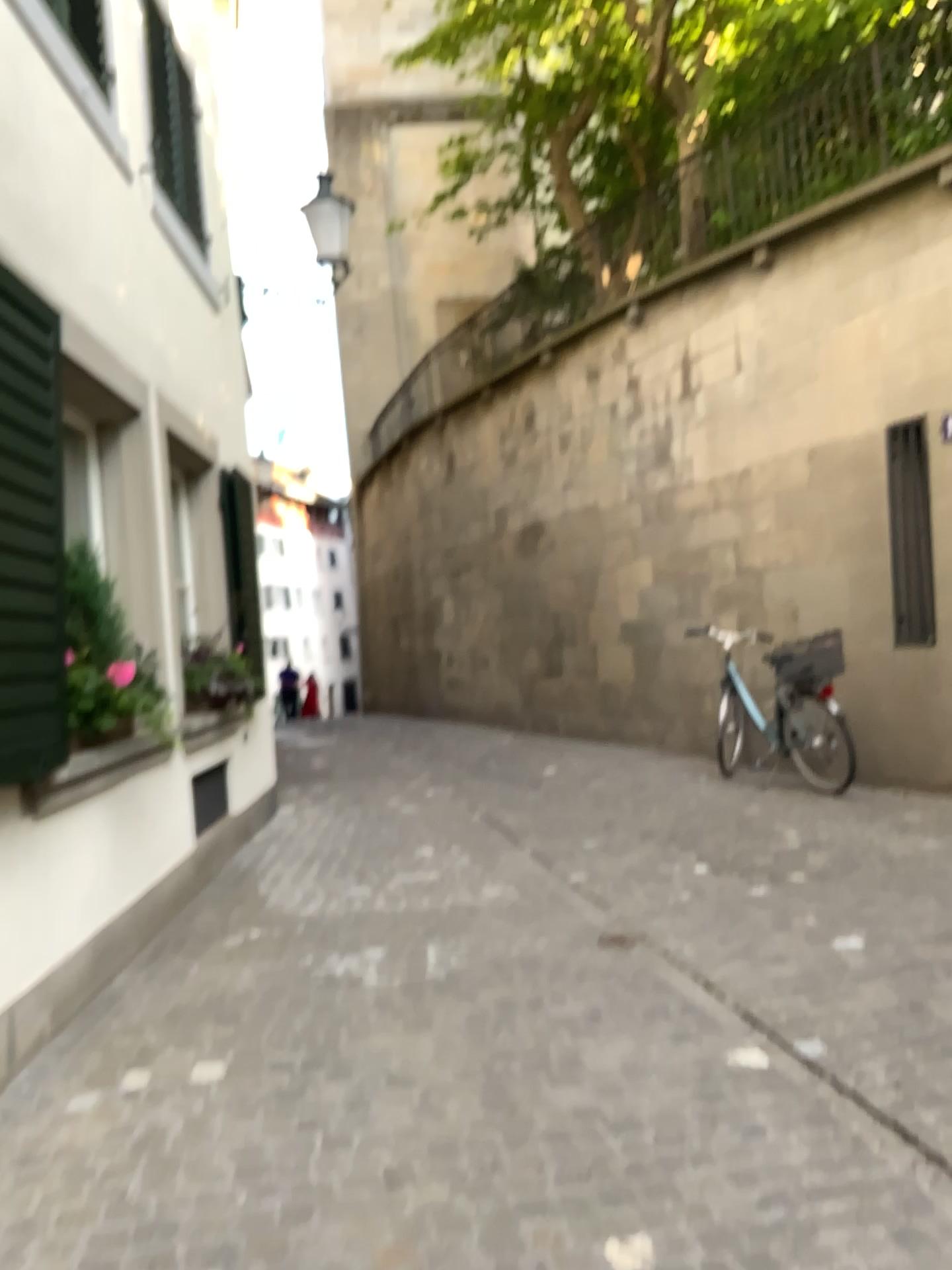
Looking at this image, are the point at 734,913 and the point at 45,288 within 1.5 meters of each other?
no

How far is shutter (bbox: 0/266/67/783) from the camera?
3.09m

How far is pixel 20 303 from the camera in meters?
3.1 m
